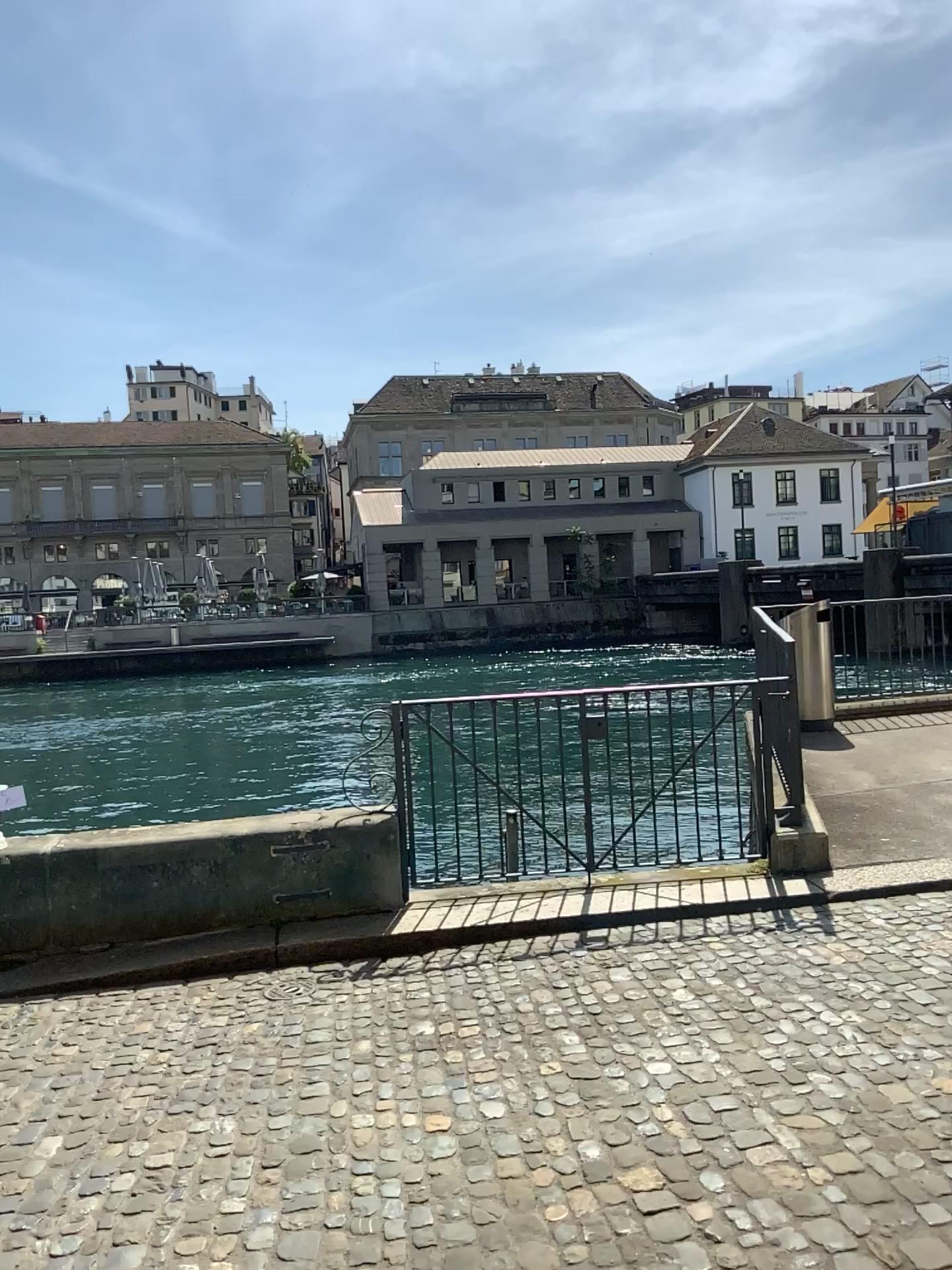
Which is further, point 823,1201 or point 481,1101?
point 481,1101
